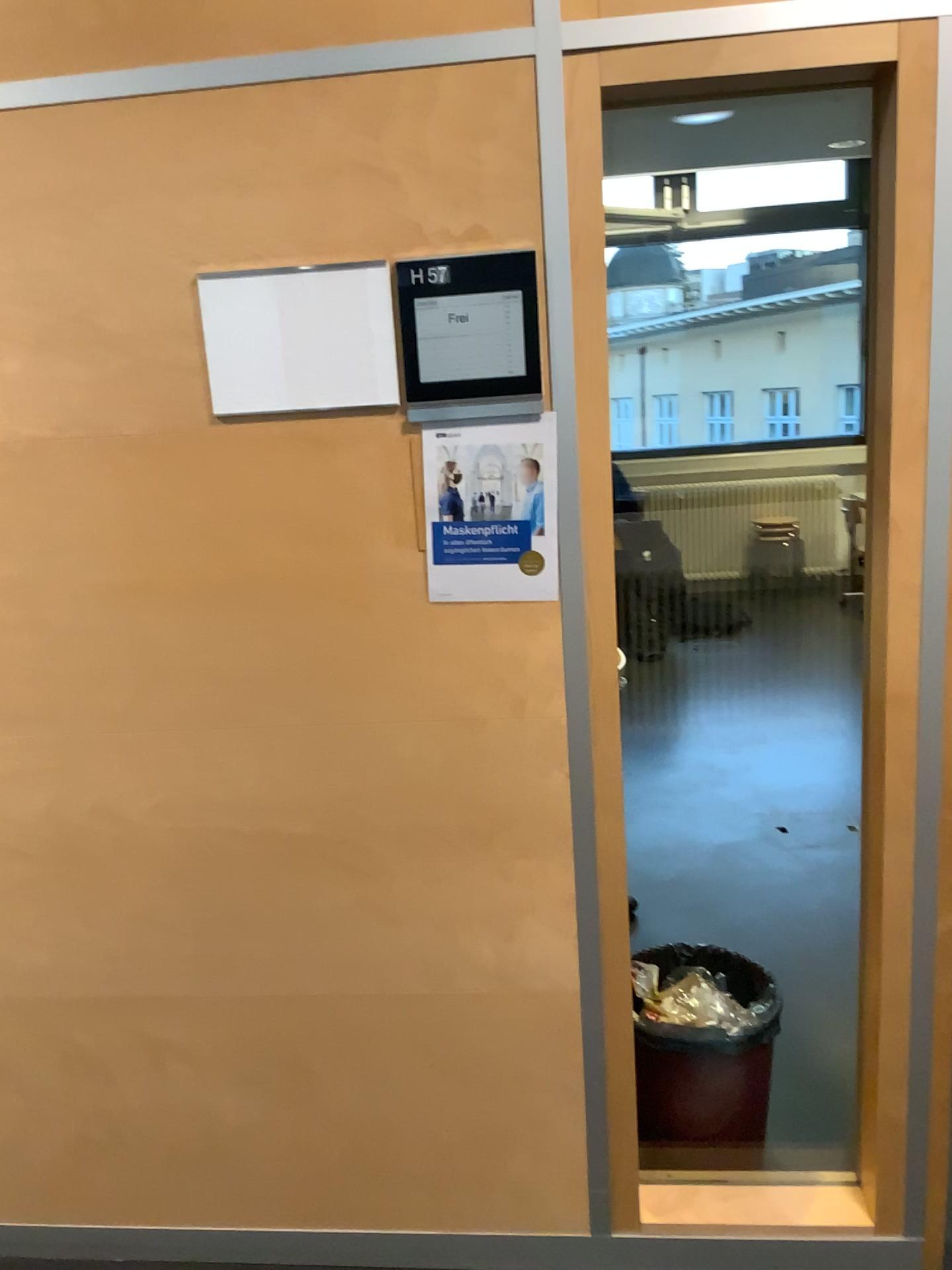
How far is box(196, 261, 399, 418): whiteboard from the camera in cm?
161

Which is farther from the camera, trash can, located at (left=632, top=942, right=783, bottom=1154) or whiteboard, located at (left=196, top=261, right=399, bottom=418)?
trash can, located at (left=632, top=942, right=783, bottom=1154)

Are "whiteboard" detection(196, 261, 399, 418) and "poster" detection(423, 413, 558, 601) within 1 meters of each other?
yes

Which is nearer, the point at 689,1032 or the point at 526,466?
the point at 526,466

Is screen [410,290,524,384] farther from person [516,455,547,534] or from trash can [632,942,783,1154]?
trash can [632,942,783,1154]

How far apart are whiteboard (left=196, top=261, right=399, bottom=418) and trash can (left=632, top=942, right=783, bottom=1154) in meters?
1.3

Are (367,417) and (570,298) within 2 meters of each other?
yes

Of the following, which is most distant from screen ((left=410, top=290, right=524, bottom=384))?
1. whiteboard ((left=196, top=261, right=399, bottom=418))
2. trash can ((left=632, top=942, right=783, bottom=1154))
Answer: trash can ((left=632, top=942, right=783, bottom=1154))

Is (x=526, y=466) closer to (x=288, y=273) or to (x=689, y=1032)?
(x=288, y=273)

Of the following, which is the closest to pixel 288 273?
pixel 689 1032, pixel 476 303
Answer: pixel 476 303
